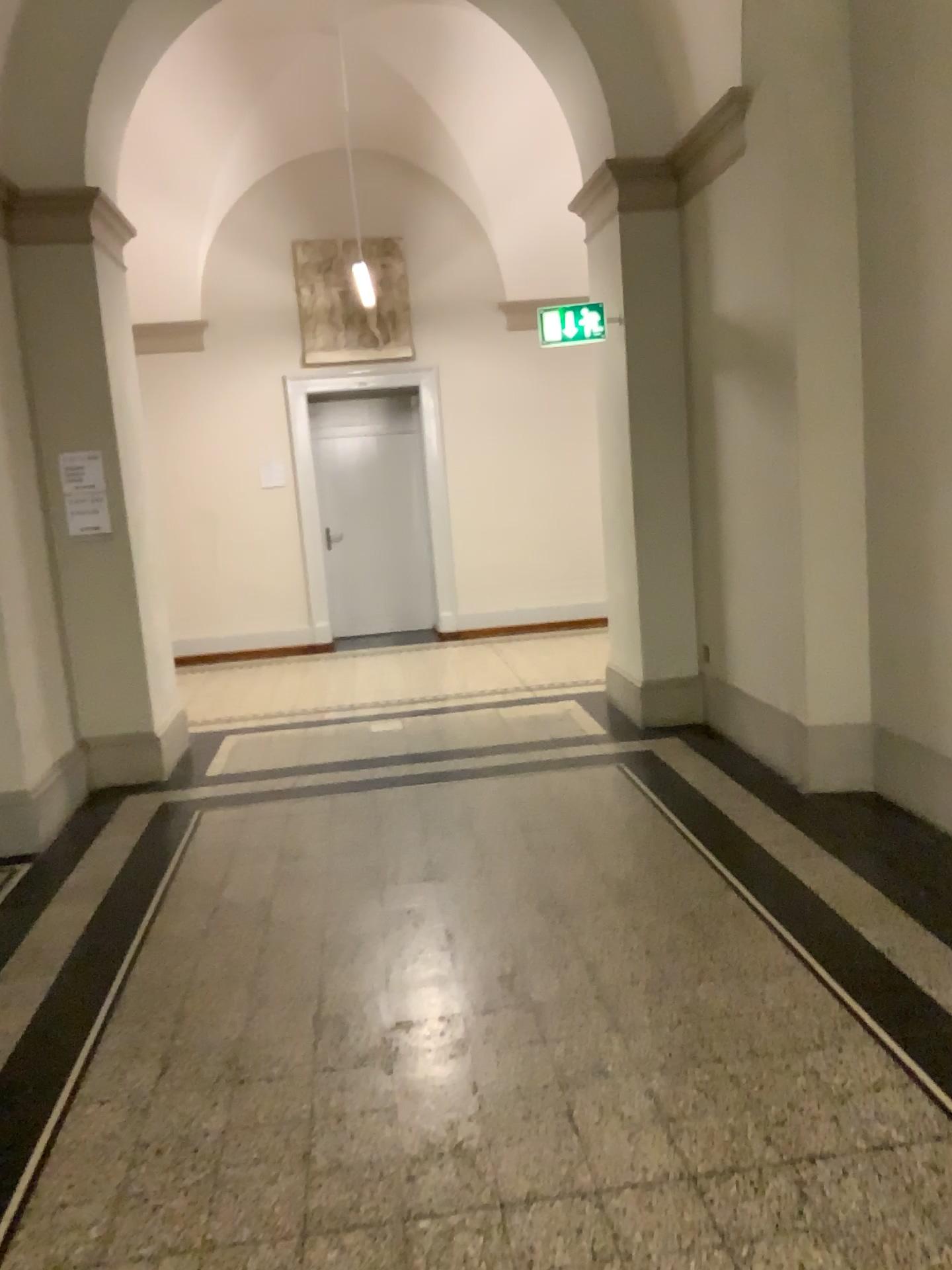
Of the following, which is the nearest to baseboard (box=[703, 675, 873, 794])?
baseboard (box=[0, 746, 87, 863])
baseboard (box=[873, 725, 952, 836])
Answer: baseboard (box=[873, 725, 952, 836])

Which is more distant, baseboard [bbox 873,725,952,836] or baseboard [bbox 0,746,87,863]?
baseboard [bbox 0,746,87,863]

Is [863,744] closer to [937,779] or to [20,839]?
[937,779]

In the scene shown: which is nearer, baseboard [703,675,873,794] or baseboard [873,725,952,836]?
baseboard [873,725,952,836]

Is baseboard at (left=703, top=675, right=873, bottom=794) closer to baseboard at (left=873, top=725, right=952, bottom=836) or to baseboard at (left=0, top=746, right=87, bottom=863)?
baseboard at (left=873, top=725, right=952, bottom=836)

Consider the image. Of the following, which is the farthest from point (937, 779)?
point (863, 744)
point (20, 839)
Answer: point (20, 839)

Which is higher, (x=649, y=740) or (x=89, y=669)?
(x=89, y=669)

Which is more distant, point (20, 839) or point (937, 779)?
point (20, 839)
